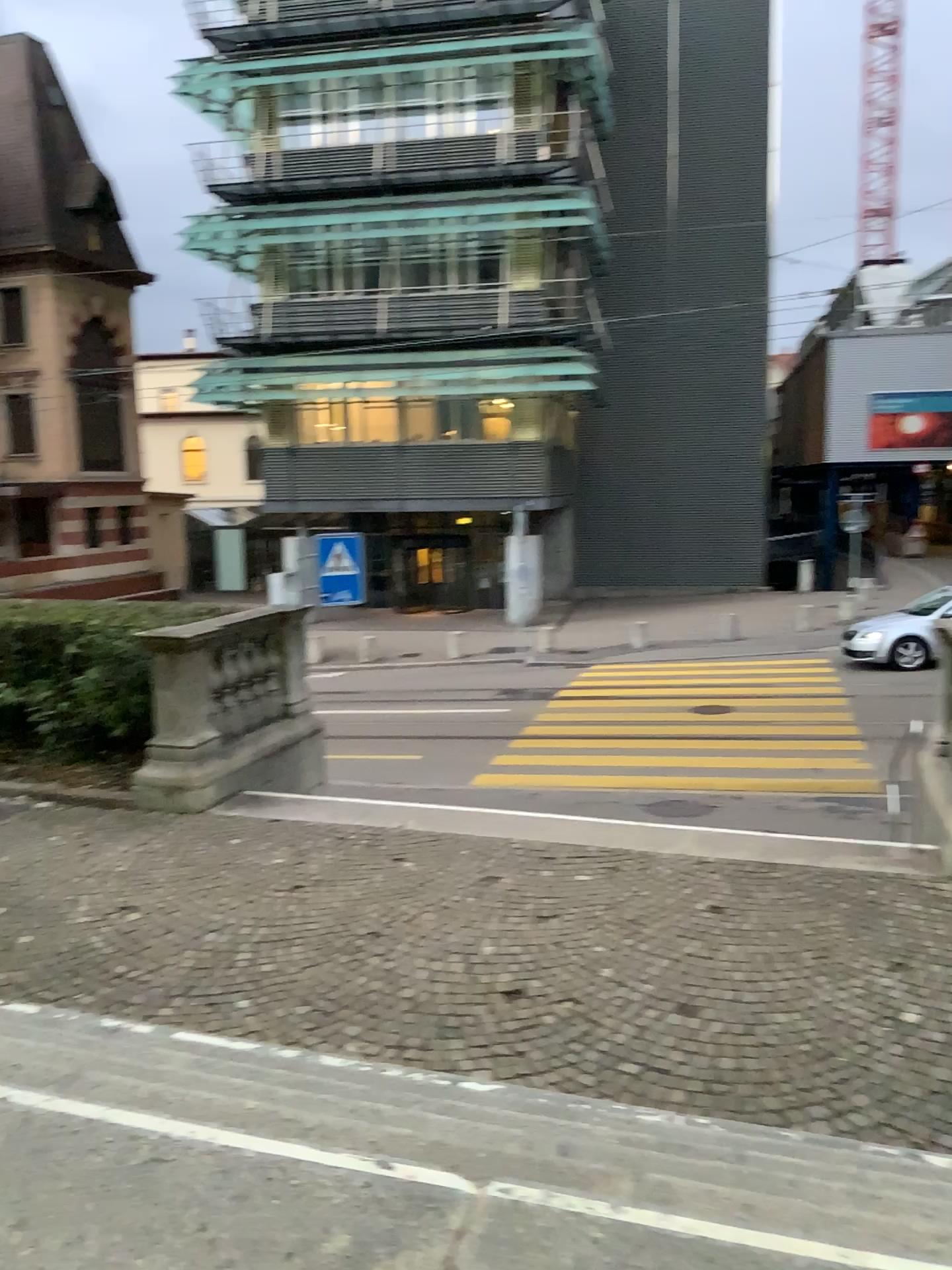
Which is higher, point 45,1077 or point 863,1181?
point 45,1077
